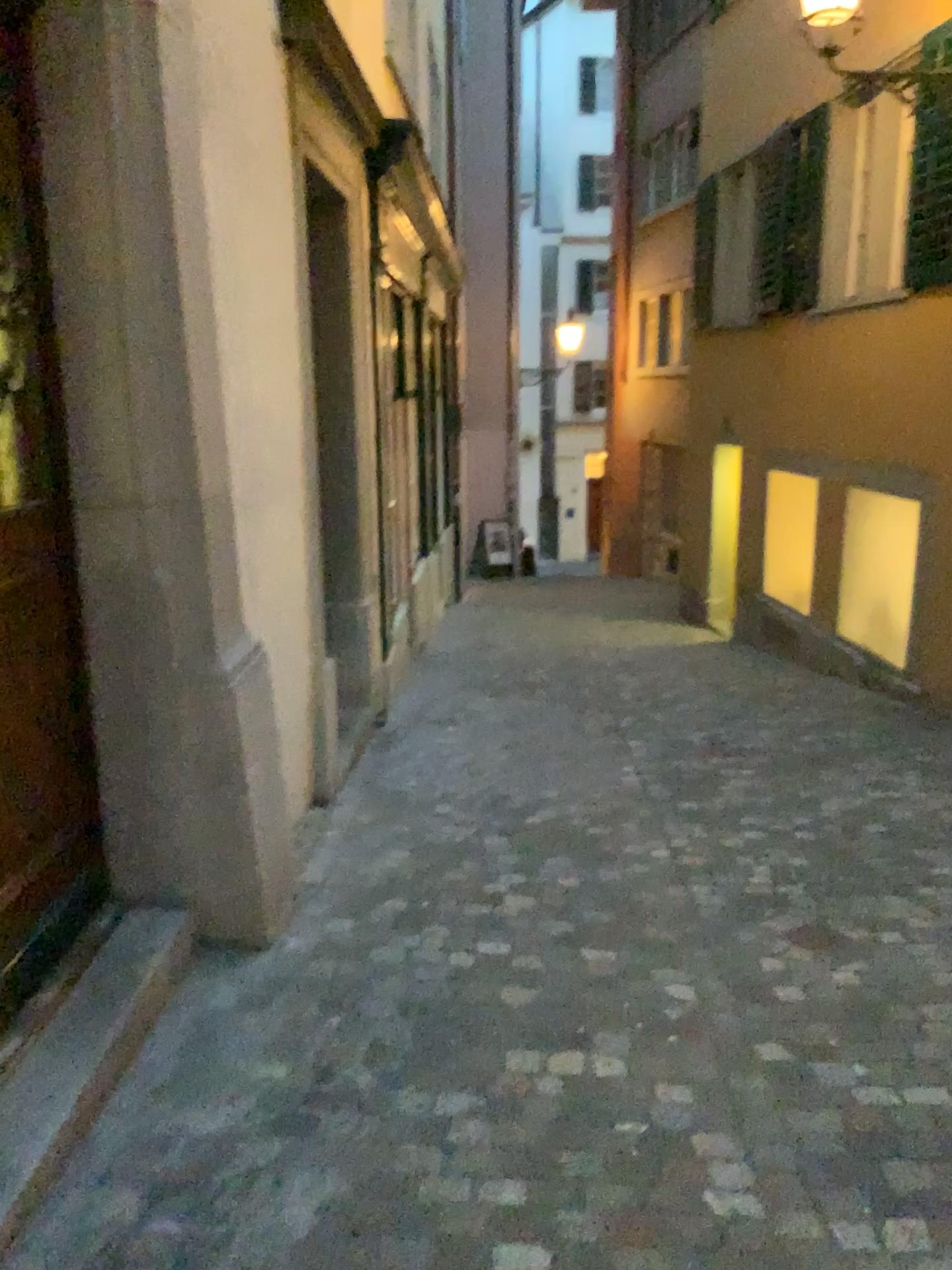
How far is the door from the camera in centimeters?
235cm

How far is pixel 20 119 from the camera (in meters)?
2.35

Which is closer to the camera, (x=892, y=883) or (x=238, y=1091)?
(x=238, y=1091)
